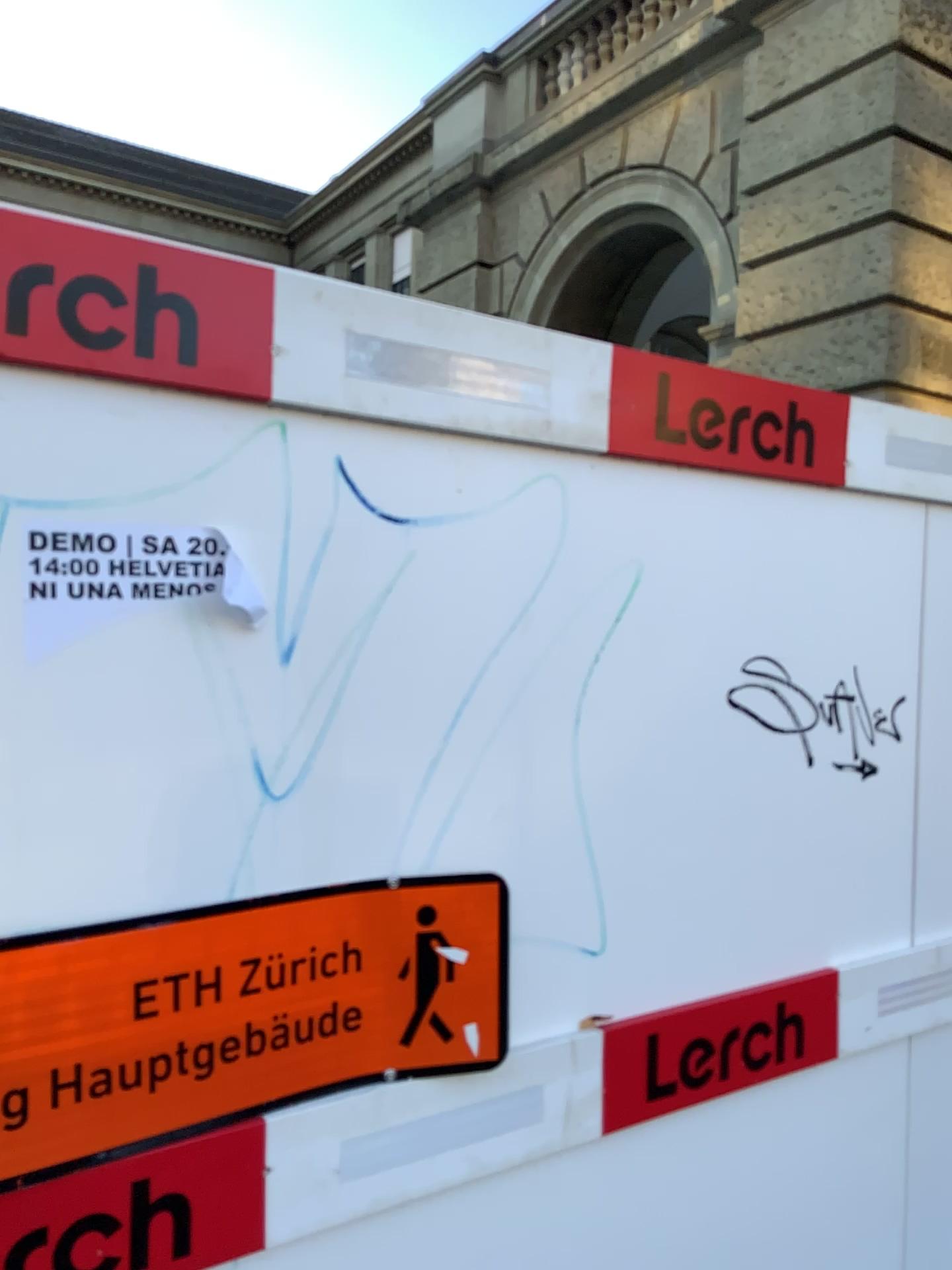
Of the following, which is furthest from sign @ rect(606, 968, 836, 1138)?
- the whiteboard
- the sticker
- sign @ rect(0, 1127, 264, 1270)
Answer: the sticker

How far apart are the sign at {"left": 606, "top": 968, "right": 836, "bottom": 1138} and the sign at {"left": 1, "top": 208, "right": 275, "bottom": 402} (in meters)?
1.00

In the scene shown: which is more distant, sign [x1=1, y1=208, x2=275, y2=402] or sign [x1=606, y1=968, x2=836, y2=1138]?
sign [x1=606, y1=968, x2=836, y2=1138]

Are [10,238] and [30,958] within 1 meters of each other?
yes

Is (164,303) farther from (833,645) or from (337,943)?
(833,645)

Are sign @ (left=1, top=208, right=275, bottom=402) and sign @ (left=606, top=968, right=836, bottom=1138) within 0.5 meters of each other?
no

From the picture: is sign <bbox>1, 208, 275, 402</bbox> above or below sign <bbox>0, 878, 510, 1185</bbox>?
above

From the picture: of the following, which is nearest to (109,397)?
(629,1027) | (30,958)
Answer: (30,958)

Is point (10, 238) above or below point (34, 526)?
above

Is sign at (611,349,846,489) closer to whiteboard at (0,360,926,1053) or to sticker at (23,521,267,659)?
whiteboard at (0,360,926,1053)
